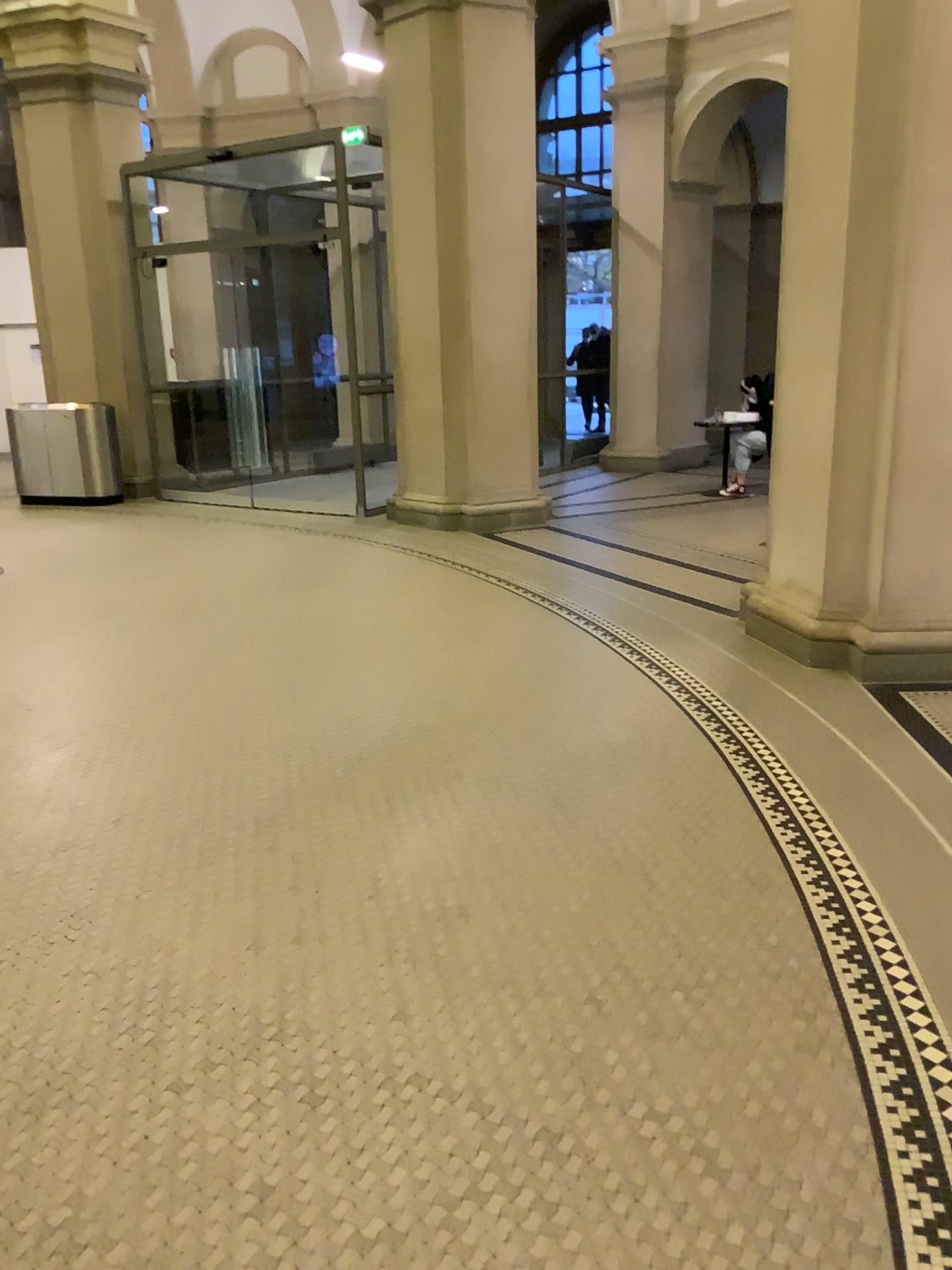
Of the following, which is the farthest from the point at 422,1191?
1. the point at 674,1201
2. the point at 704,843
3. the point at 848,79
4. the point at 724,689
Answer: the point at 848,79
